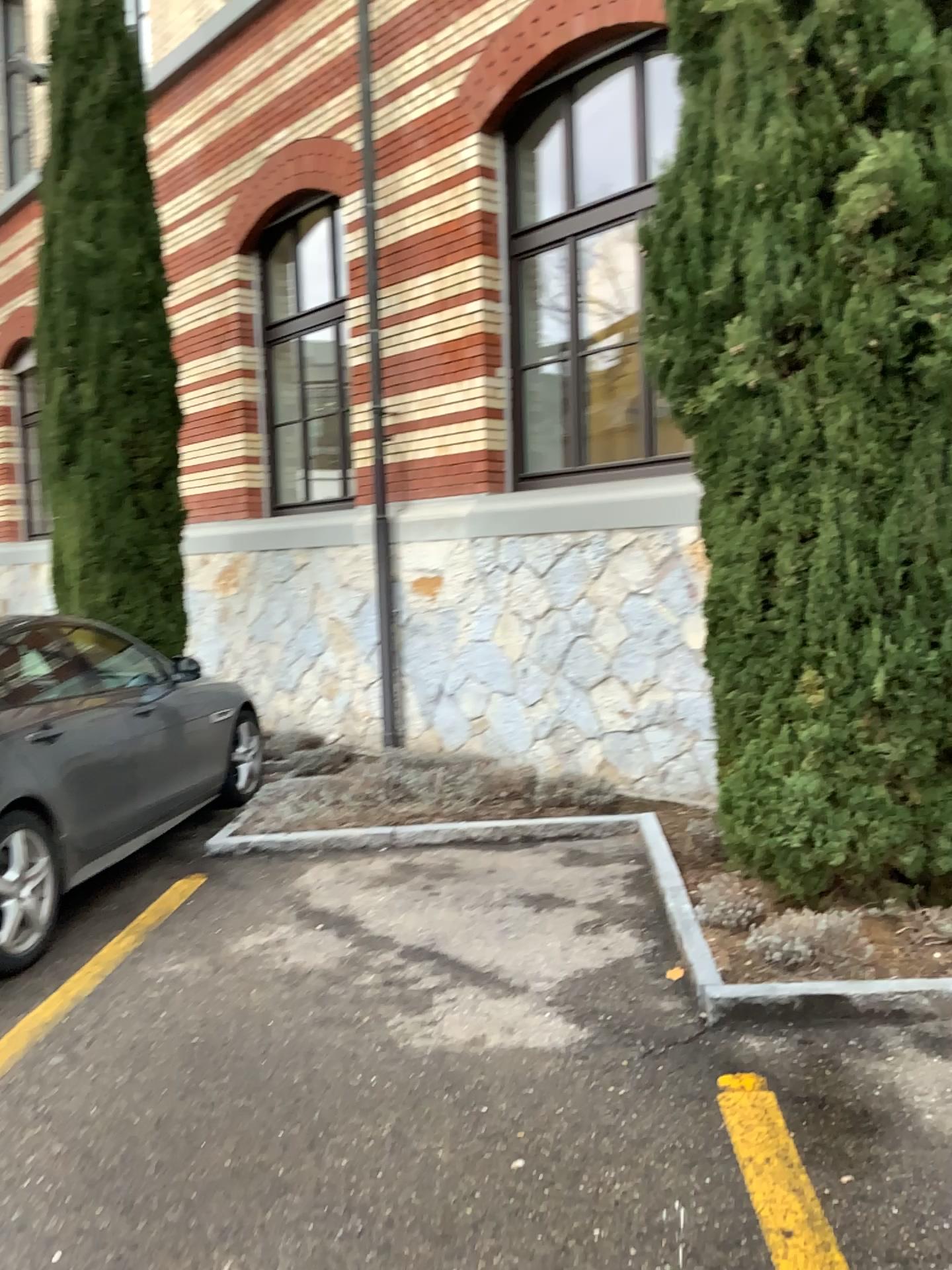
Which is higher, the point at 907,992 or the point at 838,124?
the point at 838,124

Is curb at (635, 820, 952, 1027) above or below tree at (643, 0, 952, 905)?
below

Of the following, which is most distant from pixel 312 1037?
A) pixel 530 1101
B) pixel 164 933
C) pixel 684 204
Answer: pixel 684 204
